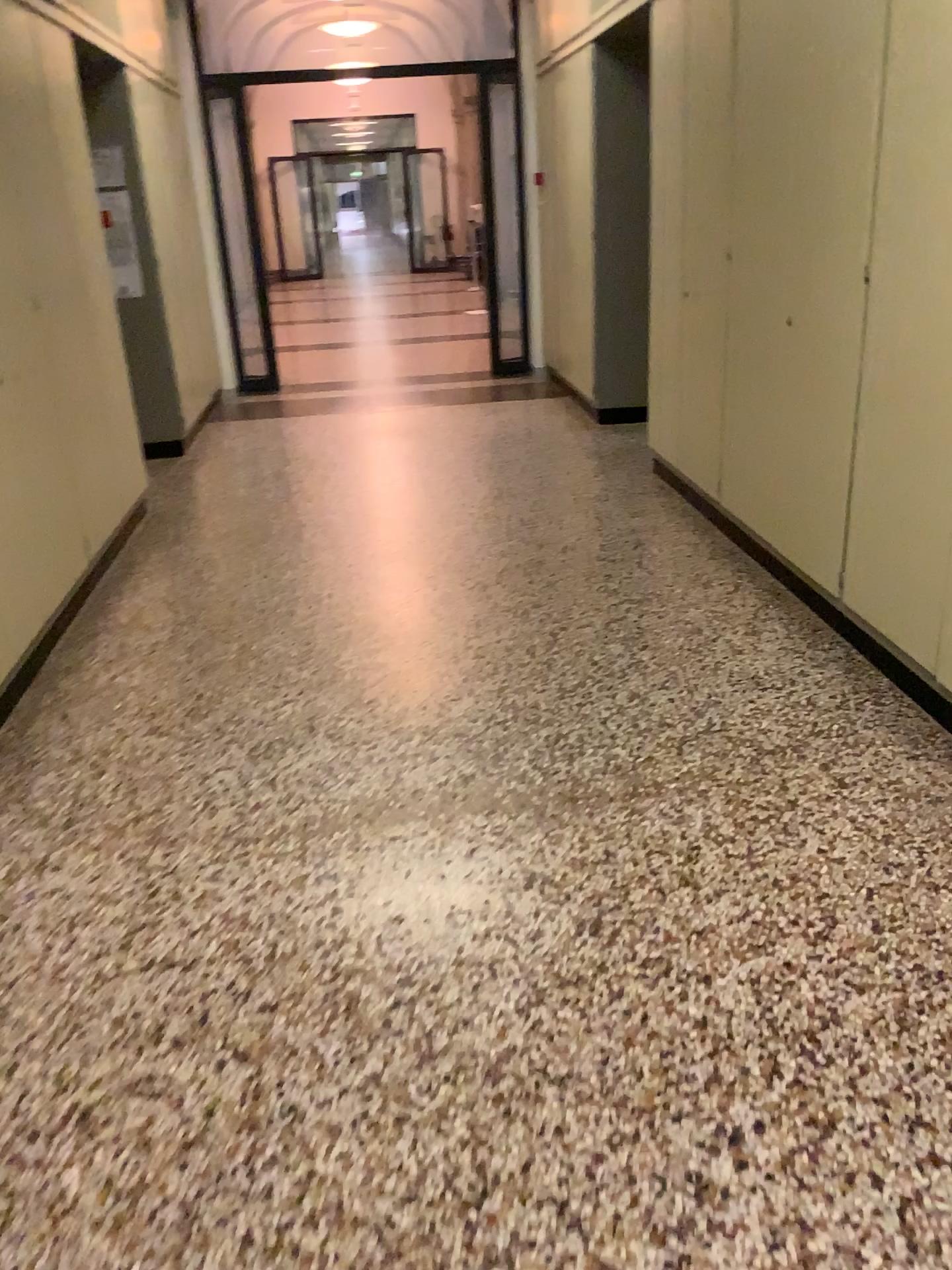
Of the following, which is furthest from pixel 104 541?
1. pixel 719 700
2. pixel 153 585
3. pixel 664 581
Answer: pixel 719 700

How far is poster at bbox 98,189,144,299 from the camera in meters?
5.0 m

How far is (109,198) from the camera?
4.98m
